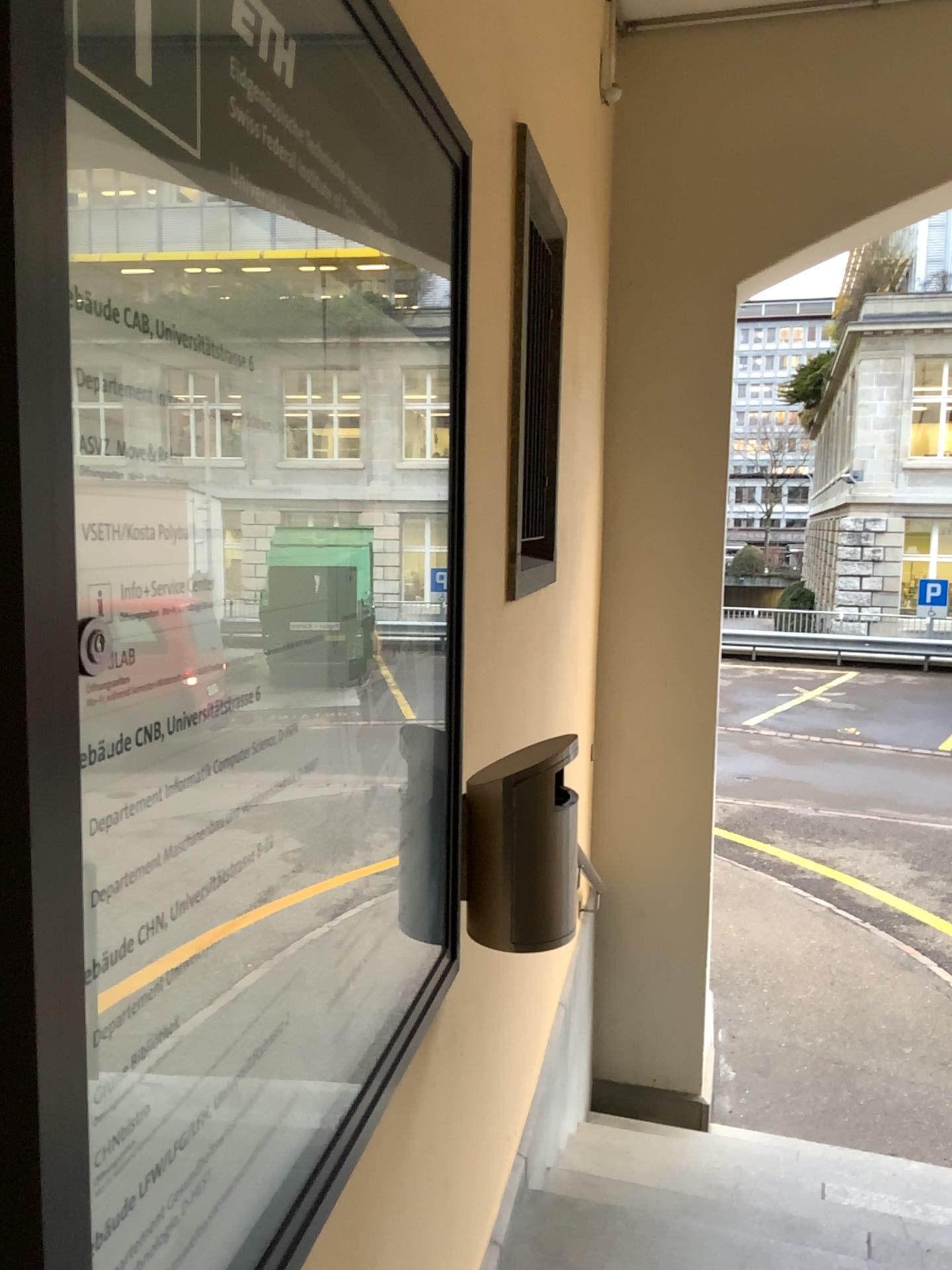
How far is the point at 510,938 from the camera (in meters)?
1.64

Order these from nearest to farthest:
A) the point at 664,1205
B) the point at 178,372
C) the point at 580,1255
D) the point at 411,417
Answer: the point at 178,372, the point at 411,417, the point at 580,1255, the point at 664,1205

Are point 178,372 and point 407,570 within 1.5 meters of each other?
yes

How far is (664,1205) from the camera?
2.4 meters

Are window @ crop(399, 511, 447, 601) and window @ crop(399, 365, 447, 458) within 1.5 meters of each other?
yes

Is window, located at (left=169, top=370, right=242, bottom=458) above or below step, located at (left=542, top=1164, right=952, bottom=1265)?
above

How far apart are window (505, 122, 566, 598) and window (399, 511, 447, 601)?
0.82m

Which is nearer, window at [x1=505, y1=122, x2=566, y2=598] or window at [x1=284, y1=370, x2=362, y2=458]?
window at [x1=284, y1=370, x2=362, y2=458]

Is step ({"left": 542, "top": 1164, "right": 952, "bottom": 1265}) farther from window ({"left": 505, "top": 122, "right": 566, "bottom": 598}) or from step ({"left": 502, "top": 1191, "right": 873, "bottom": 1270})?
window ({"left": 505, "top": 122, "right": 566, "bottom": 598})

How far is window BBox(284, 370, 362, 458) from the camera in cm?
90
